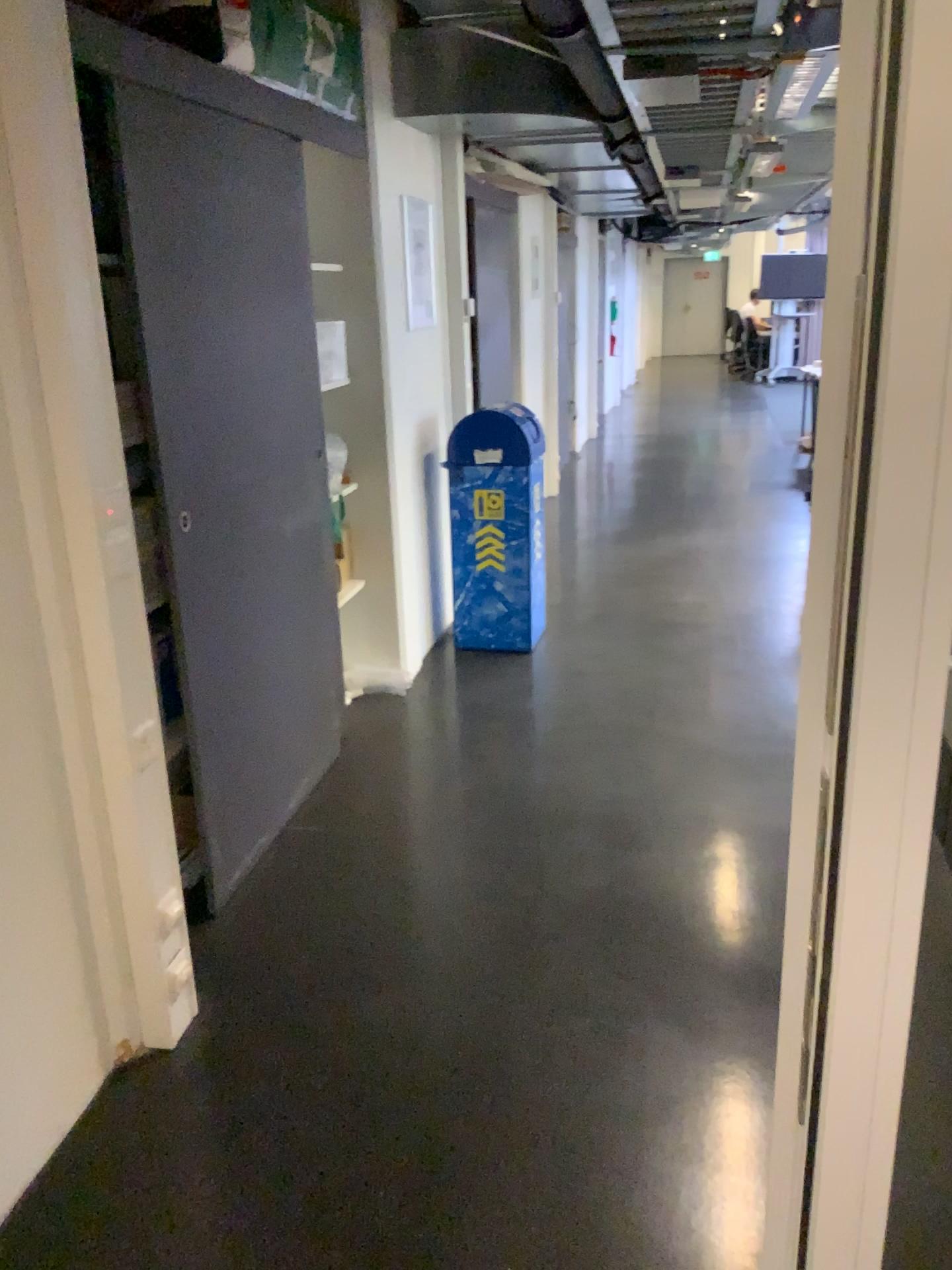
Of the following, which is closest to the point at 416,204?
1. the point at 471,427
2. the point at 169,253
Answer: the point at 471,427

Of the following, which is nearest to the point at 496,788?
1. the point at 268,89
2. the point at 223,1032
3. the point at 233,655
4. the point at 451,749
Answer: the point at 451,749

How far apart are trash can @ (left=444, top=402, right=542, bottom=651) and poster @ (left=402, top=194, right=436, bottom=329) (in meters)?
0.47

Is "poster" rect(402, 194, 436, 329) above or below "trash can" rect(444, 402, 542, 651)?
above

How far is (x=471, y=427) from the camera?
4.6 meters

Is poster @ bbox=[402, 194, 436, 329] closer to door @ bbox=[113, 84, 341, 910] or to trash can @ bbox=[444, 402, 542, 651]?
trash can @ bbox=[444, 402, 542, 651]

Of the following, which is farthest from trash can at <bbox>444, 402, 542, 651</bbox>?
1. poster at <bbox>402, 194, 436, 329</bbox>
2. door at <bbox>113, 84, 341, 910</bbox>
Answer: door at <bbox>113, 84, 341, 910</bbox>

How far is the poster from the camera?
4.4 meters

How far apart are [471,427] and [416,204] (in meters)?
0.95

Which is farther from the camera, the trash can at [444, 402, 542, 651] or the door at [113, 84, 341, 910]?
the trash can at [444, 402, 542, 651]
